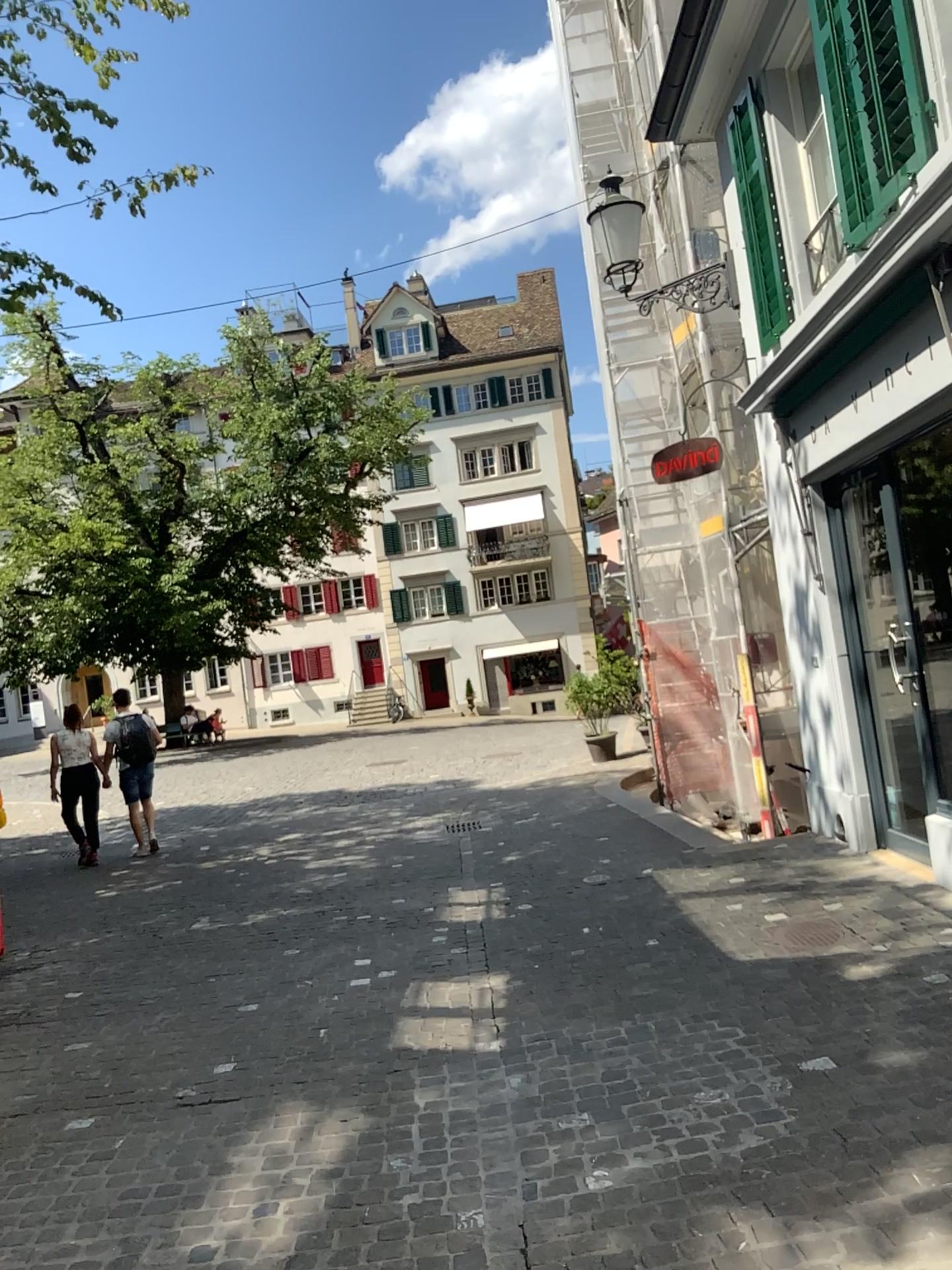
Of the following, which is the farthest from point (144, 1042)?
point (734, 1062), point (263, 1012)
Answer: point (734, 1062)
